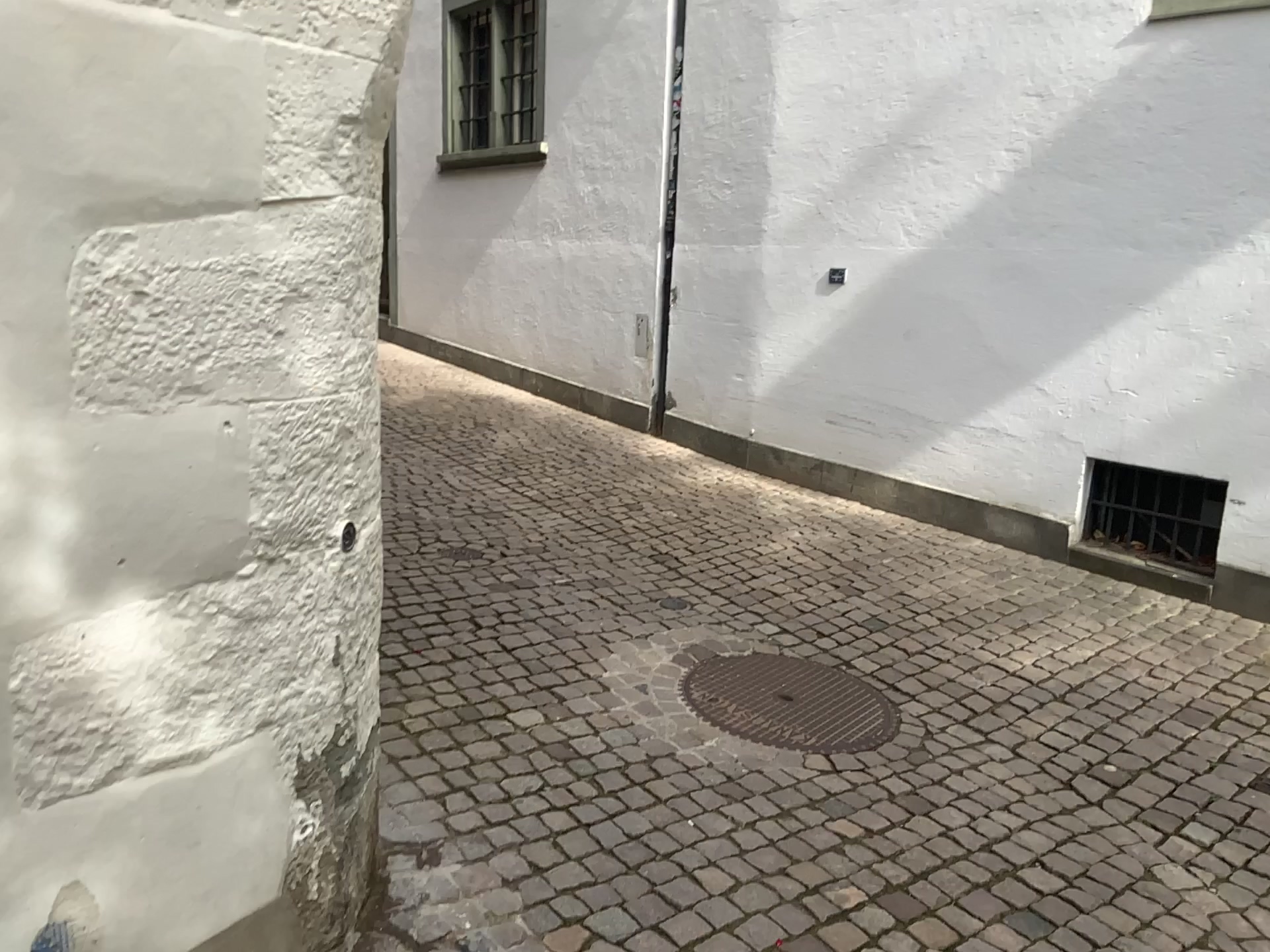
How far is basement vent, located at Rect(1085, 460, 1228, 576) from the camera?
4.4m

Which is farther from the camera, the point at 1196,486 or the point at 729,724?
the point at 1196,486

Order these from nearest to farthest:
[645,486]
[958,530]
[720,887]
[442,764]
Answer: [720,887]
[442,764]
[958,530]
[645,486]

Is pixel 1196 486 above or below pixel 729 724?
above

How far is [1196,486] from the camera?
4.4 meters

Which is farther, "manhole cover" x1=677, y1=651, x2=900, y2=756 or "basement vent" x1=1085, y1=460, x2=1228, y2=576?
"basement vent" x1=1085, y1=460, x2=1228, y2=576
